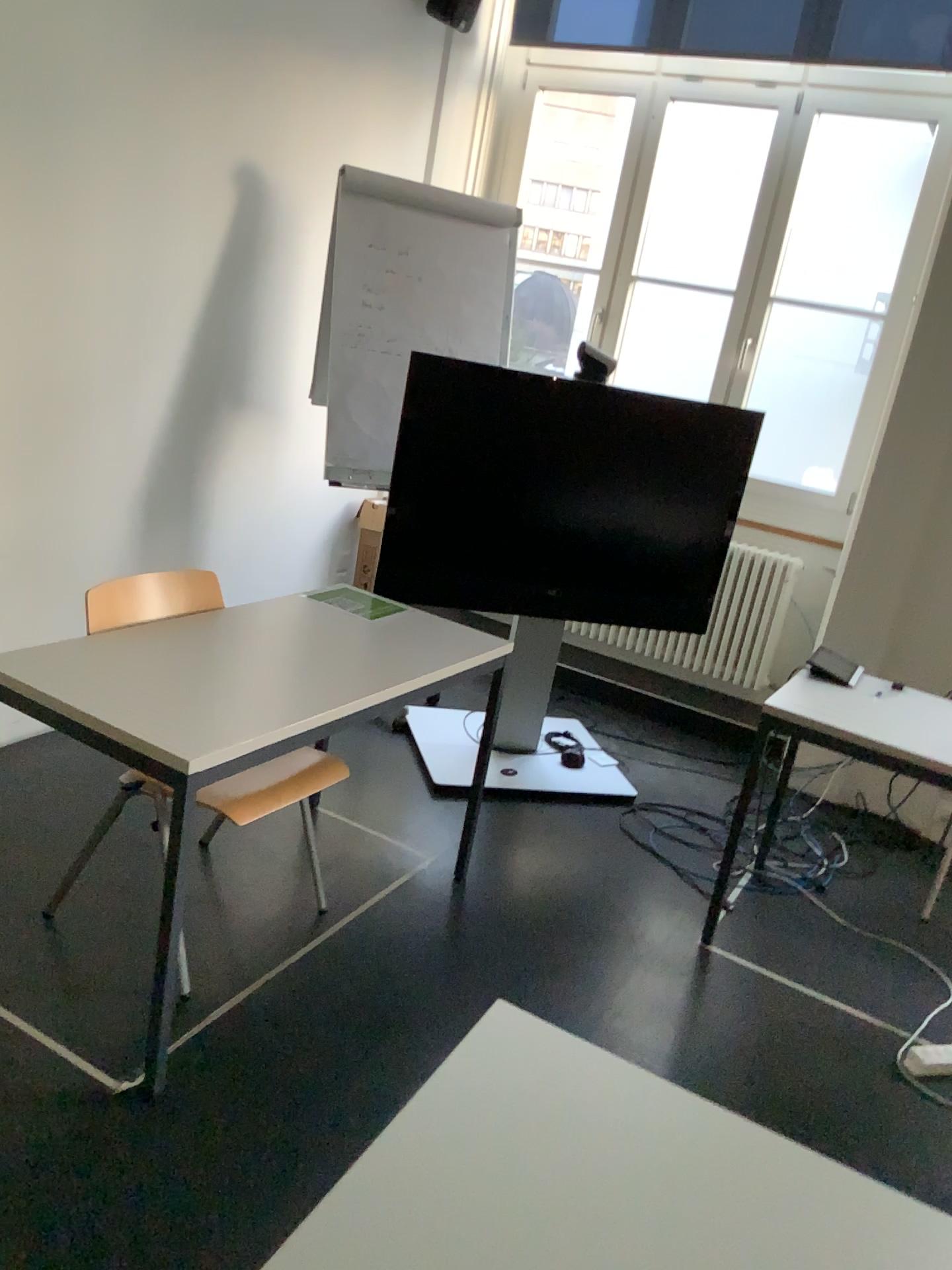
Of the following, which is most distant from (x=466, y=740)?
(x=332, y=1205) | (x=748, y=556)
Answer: (x=332, y=1205)

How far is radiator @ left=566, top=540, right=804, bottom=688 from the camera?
4.5 meters

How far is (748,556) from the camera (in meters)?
4.47

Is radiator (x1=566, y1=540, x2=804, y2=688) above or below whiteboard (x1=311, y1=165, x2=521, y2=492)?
below

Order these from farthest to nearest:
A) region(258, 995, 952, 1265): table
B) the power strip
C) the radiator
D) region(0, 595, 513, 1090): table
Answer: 1. the radiator
2. the power strip
3. region(0, 595, 513, 1090): table
4. region(258, 995, 952, 1265): table

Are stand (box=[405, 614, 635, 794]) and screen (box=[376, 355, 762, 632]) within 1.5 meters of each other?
yes

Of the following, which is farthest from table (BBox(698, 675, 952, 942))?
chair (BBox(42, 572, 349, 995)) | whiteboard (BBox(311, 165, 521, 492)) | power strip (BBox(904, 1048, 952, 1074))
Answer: whiteboard (BBox(311, 165, 521, 492))

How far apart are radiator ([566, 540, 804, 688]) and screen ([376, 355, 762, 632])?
0.49m

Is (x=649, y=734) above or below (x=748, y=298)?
below

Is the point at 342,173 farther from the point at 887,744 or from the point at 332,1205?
the point at 332,1205
